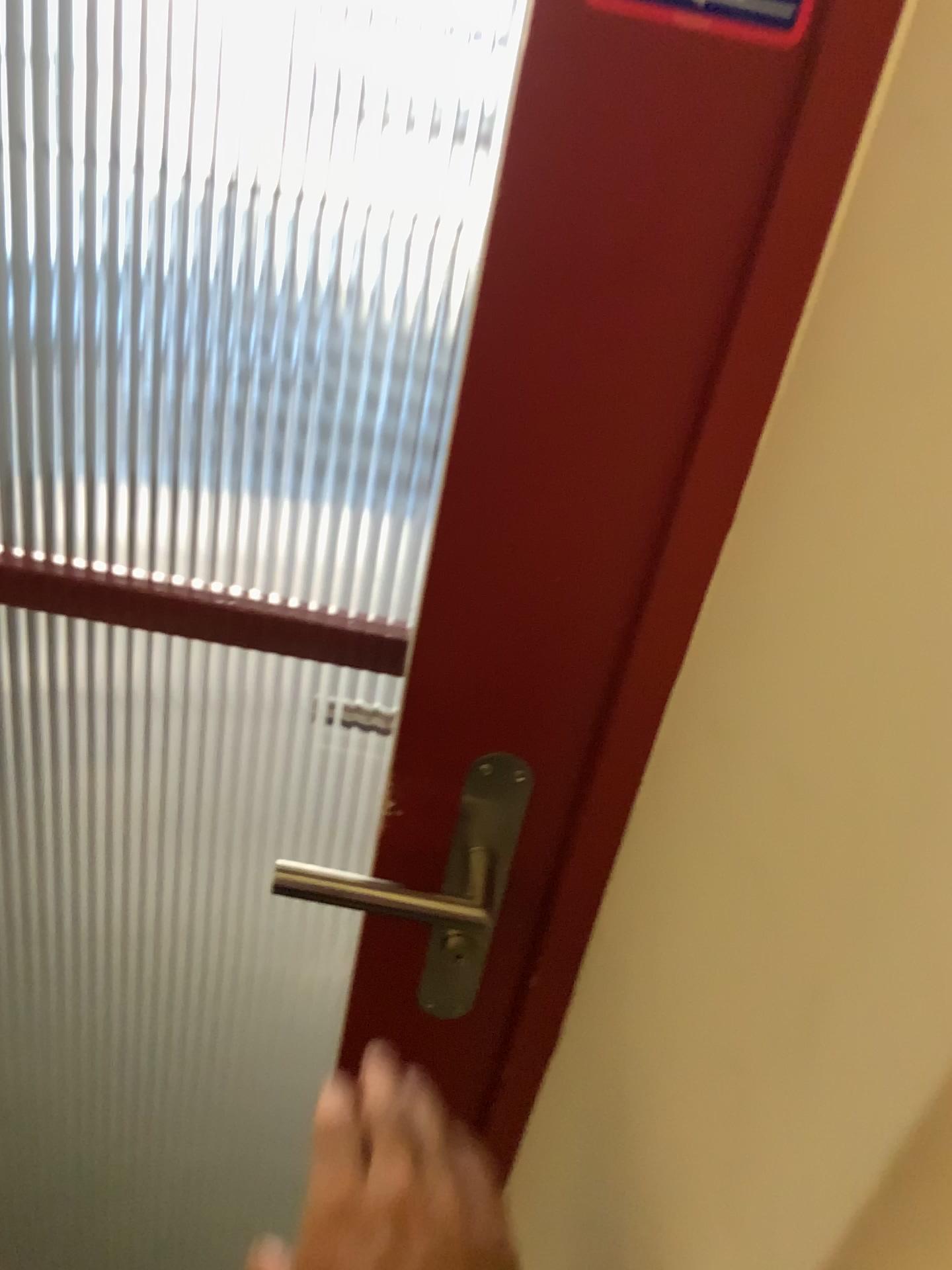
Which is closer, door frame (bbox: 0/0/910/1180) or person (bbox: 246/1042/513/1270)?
door frame (bbox: 0/0/910/1180)

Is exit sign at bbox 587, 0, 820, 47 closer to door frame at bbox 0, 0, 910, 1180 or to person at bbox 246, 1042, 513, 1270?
door frame at bbox 0, 0, 910, 1180

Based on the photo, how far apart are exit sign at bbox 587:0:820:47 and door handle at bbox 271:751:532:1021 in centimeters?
38cm

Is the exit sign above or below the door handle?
above

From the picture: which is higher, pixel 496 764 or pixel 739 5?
pixel 739 5

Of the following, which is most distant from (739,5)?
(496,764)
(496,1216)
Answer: (496,1216)

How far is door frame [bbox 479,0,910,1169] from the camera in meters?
0.4 m

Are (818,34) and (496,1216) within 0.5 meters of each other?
no

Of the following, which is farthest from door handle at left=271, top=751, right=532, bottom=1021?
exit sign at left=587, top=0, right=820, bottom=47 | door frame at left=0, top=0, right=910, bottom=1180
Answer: exit sign at left=587, top=0, right=820, bottom=47

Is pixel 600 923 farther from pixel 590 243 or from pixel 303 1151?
pixel 303 1151
